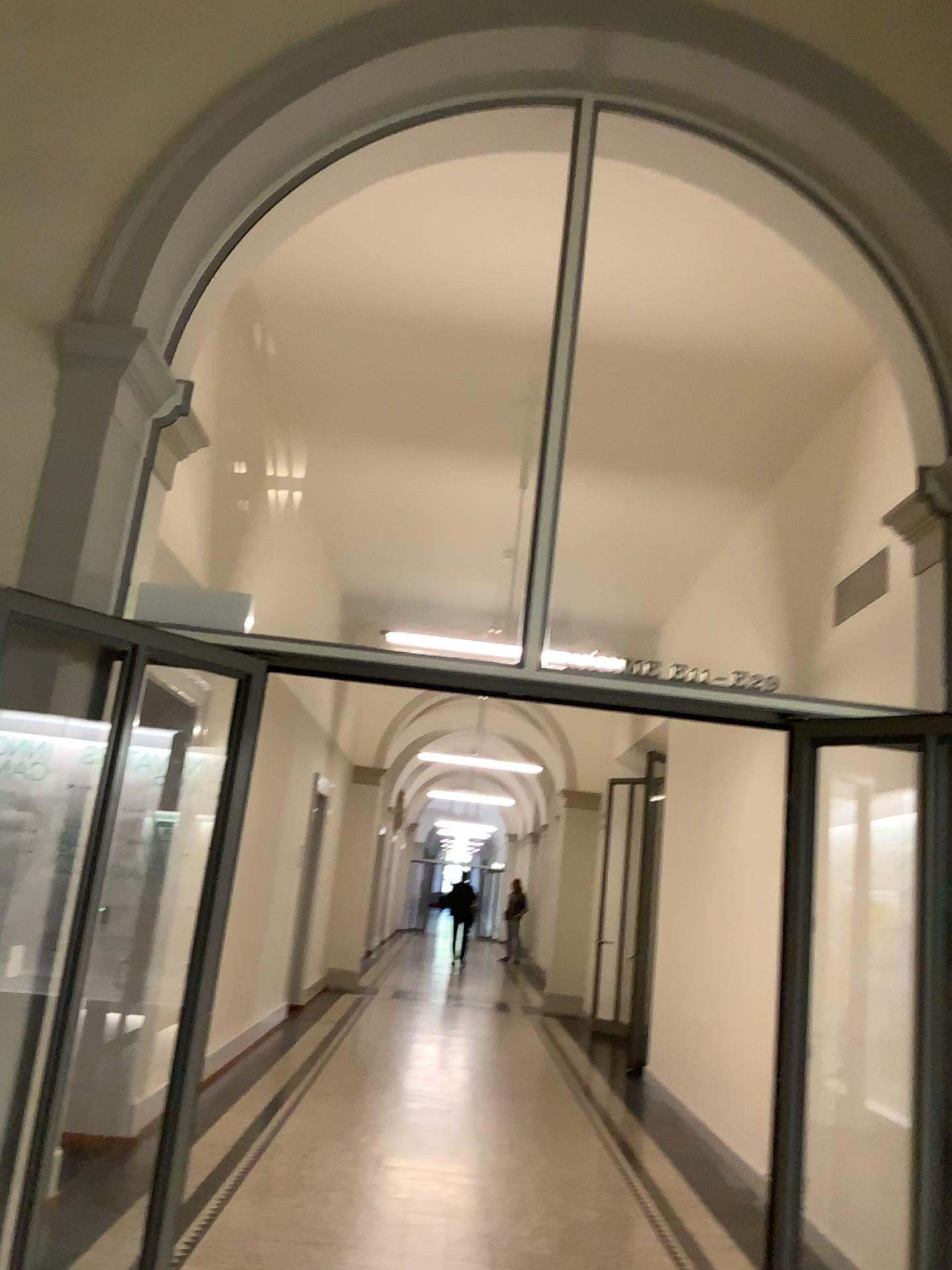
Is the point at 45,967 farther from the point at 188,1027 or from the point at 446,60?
the point at 446,60
